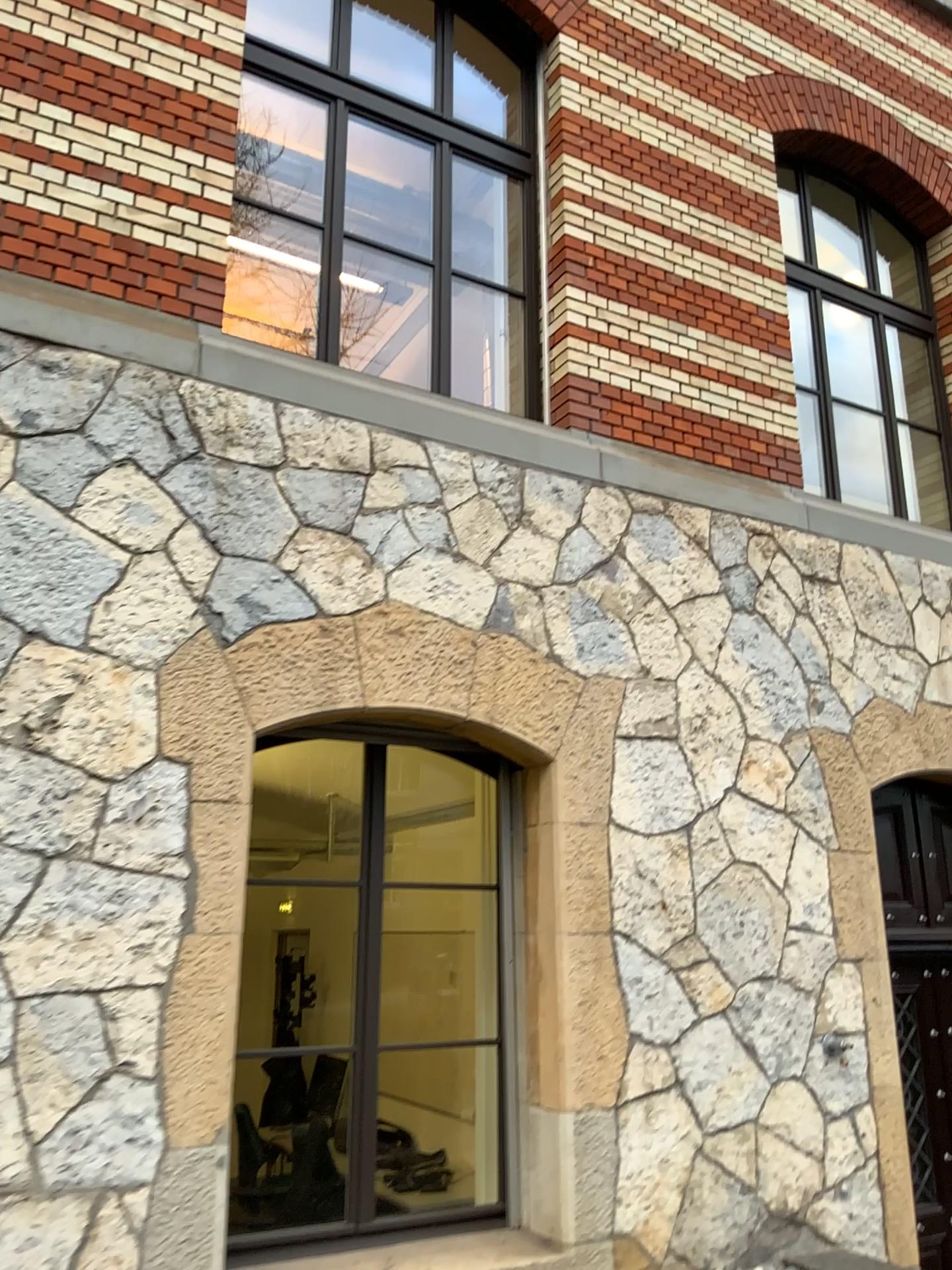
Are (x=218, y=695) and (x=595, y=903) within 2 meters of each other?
yes
